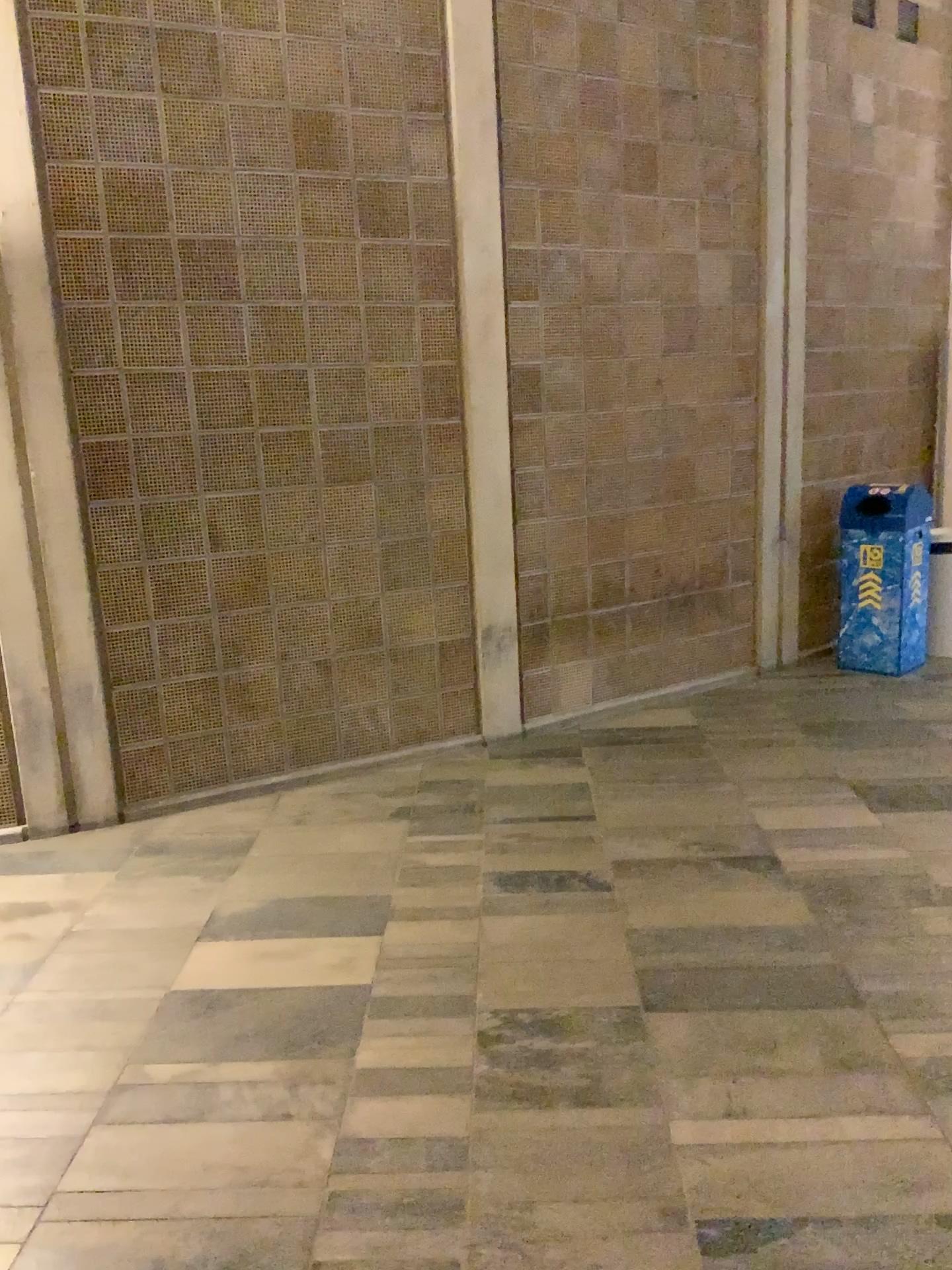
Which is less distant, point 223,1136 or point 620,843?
point 223,1136
